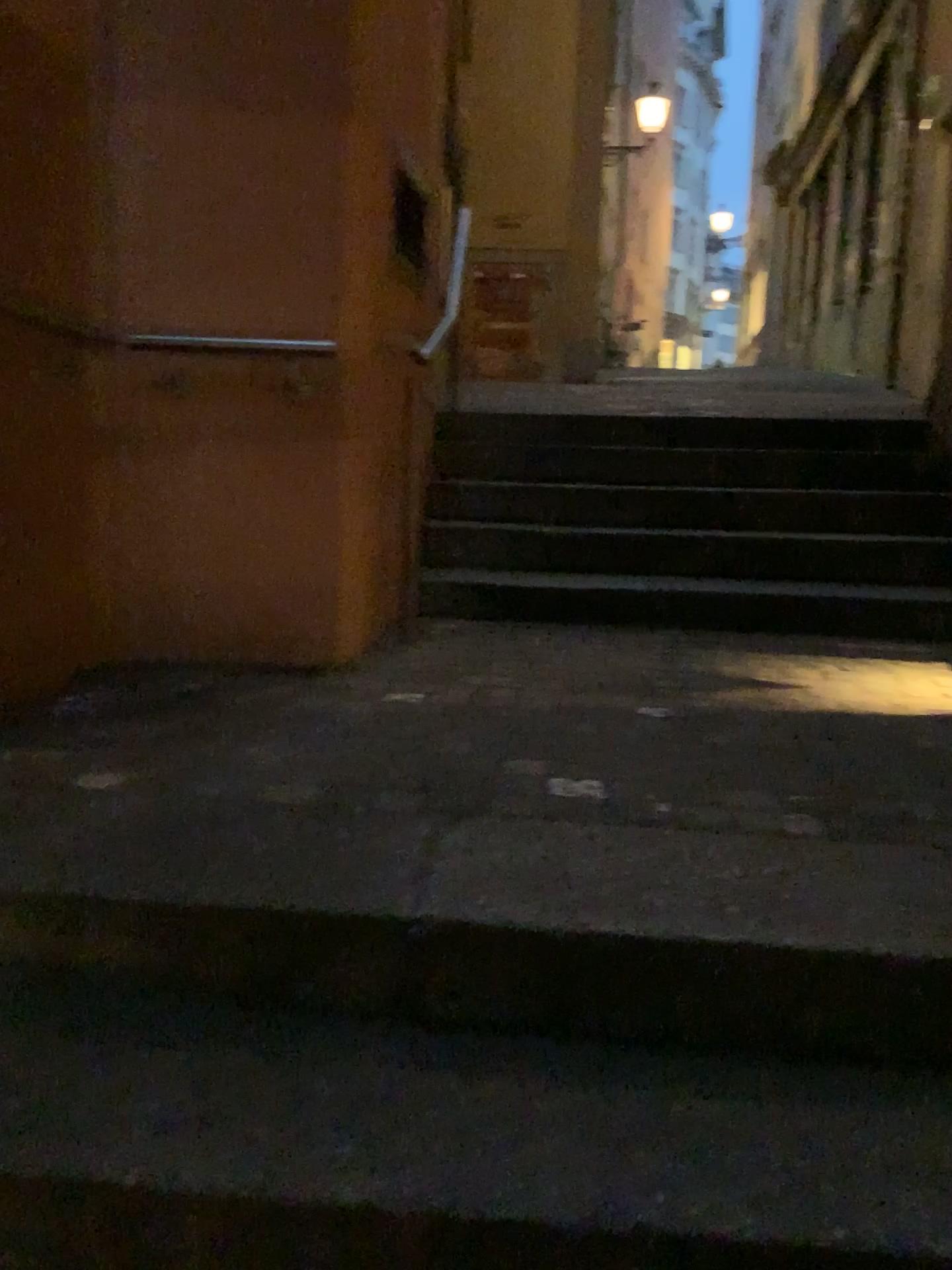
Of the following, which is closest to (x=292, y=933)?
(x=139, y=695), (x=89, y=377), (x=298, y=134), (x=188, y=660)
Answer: (x=139, y=695)
